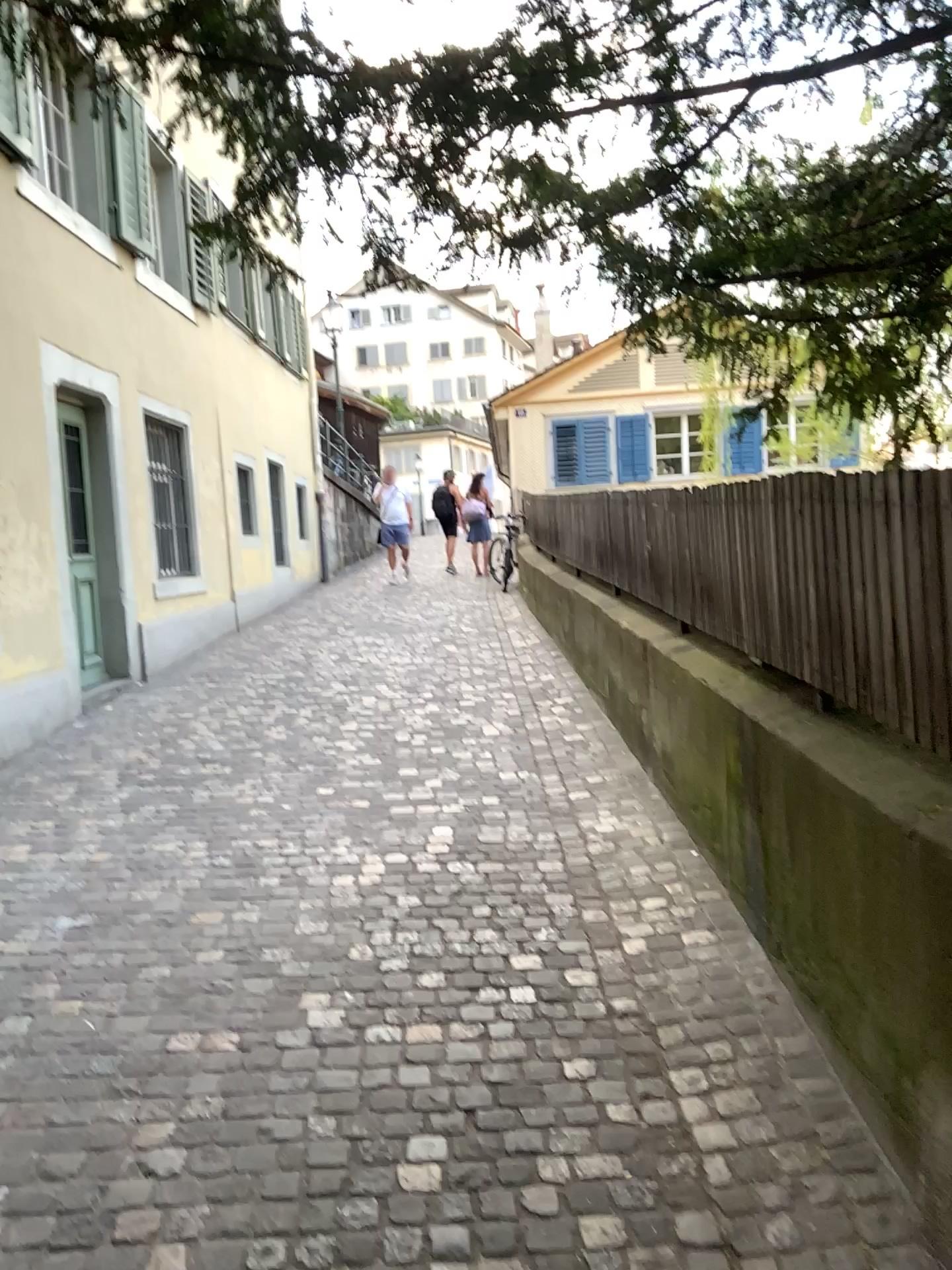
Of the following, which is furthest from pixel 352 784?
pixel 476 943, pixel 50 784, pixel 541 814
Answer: pixel 476 943
